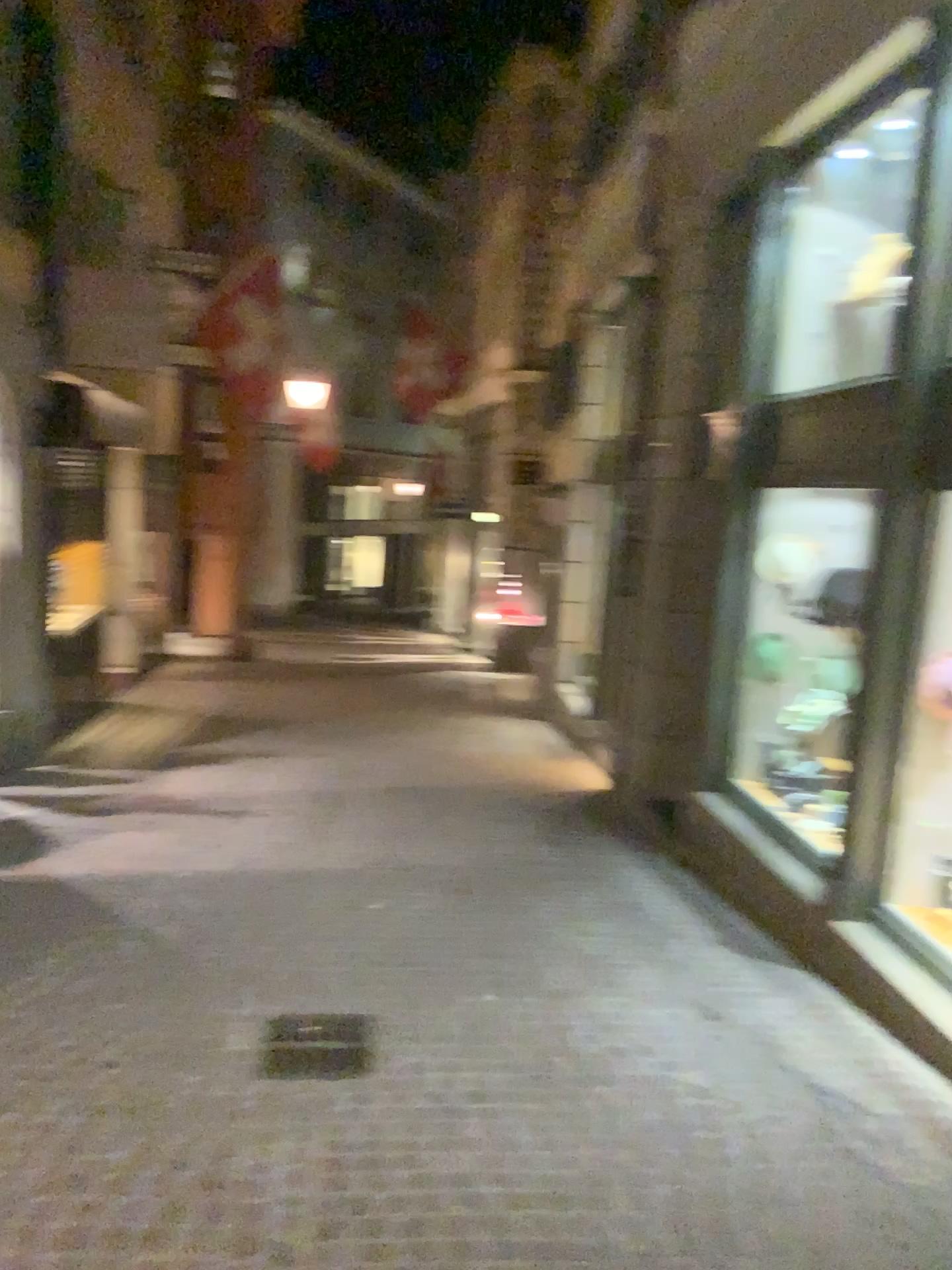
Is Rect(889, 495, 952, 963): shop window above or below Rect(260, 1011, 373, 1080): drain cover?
above

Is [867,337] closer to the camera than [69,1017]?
No

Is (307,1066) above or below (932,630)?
below

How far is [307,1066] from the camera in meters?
3.5

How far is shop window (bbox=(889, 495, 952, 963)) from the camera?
4.3m

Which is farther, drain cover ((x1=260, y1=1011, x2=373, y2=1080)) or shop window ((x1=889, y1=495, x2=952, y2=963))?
shop window ((x1=889, y1=495, x2=952, y2=963))

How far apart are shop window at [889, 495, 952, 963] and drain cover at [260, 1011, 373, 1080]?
2.4 meters

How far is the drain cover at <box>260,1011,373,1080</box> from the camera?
3.5m

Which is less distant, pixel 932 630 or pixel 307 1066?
pixel 307 1066
